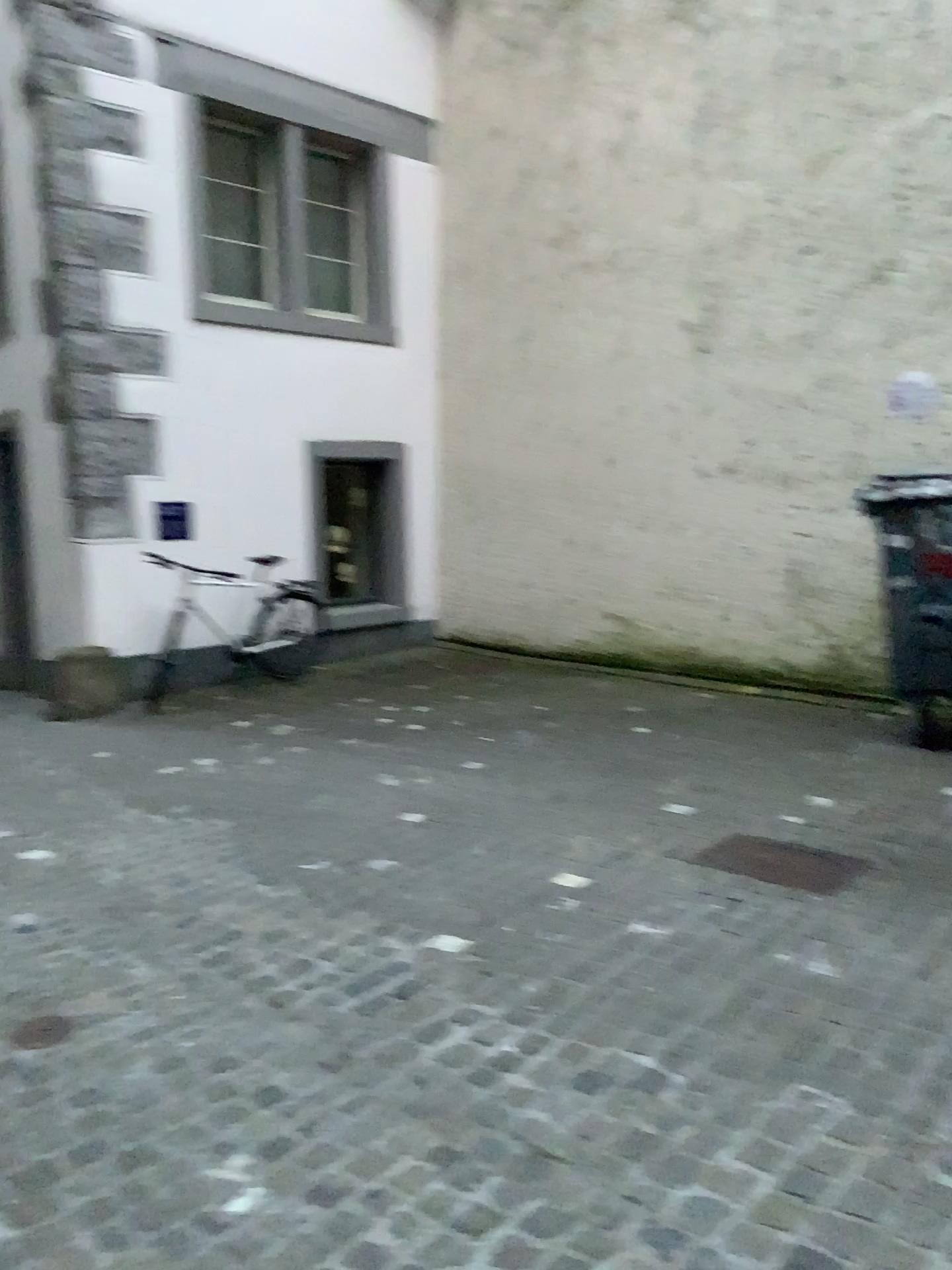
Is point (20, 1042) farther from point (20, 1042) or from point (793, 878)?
point (793, 878)

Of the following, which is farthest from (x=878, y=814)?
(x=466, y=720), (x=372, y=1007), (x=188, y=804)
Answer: (x=188, y=804)

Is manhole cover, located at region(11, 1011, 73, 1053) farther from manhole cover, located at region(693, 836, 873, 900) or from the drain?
manhole cover, located at region(693, 836, 873, 900)

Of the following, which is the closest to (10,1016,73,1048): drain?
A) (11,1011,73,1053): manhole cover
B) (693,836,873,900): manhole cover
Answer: (11,1011,73,1053): manhole cover

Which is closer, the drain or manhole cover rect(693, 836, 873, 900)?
the drain

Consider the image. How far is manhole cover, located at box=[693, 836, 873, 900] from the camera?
3.52m

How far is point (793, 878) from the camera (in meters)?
3.52

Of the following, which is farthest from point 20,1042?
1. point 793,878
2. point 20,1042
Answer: point 793,878

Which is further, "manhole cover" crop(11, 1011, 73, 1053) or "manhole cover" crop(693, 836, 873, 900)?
"manhole cover" crop(693, 836, 873, 900)
